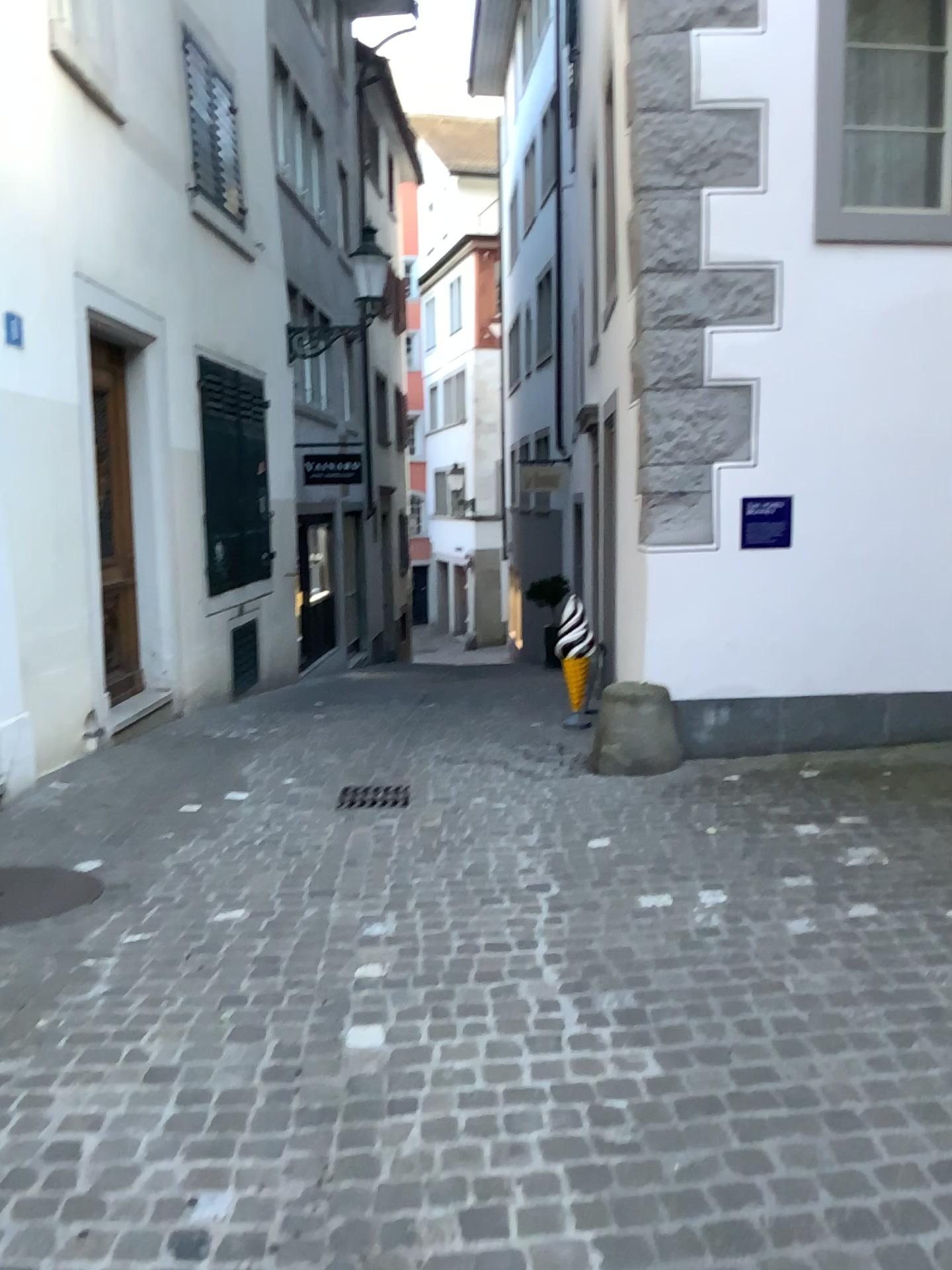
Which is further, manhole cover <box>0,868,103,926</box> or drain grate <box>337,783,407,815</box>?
drain grate <box>337,783,407,815</box>

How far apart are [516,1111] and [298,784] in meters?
3.5 m

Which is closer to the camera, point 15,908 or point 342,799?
point 15,908
